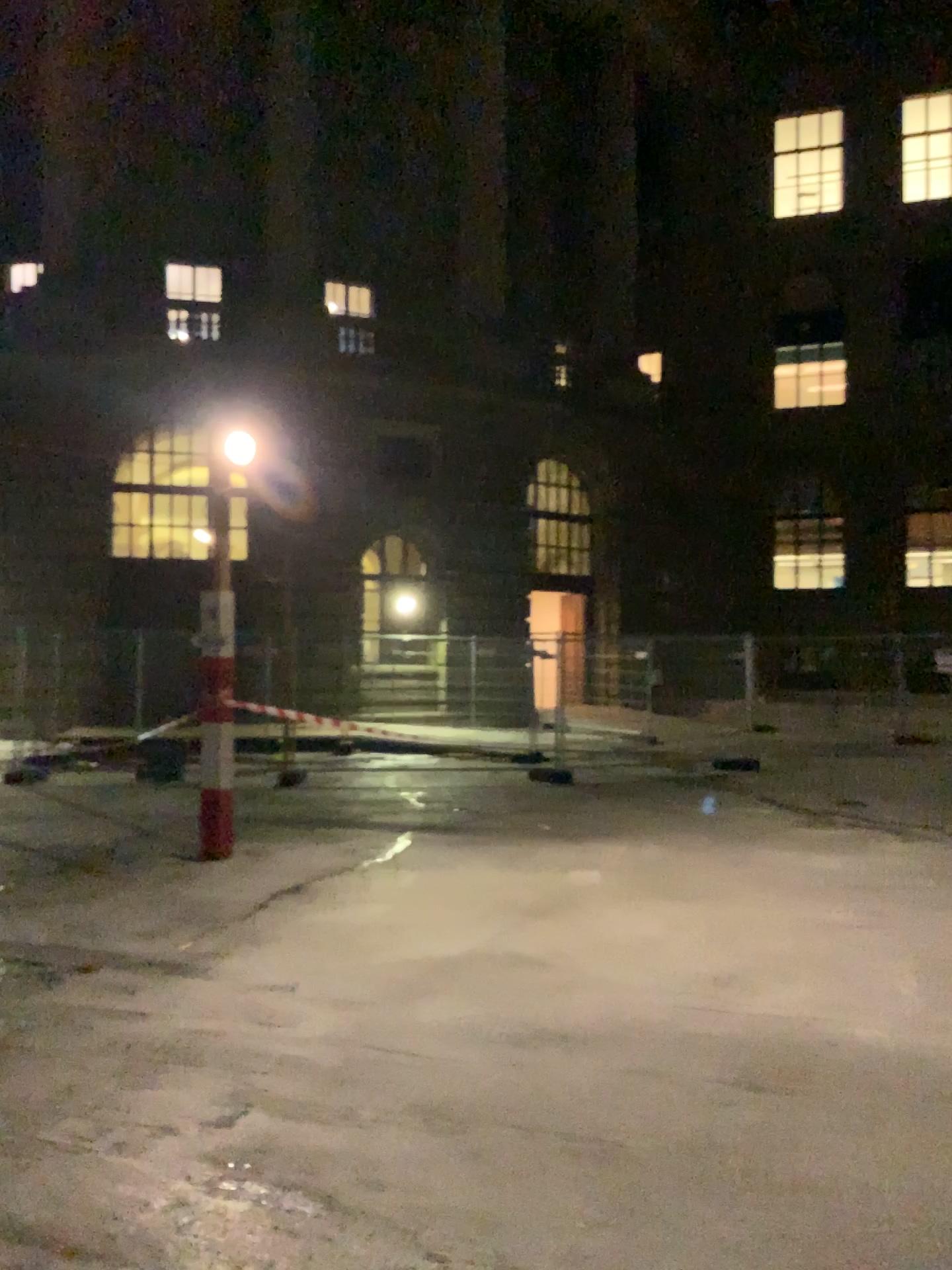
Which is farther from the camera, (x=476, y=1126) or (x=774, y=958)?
(x=774, y=958)
